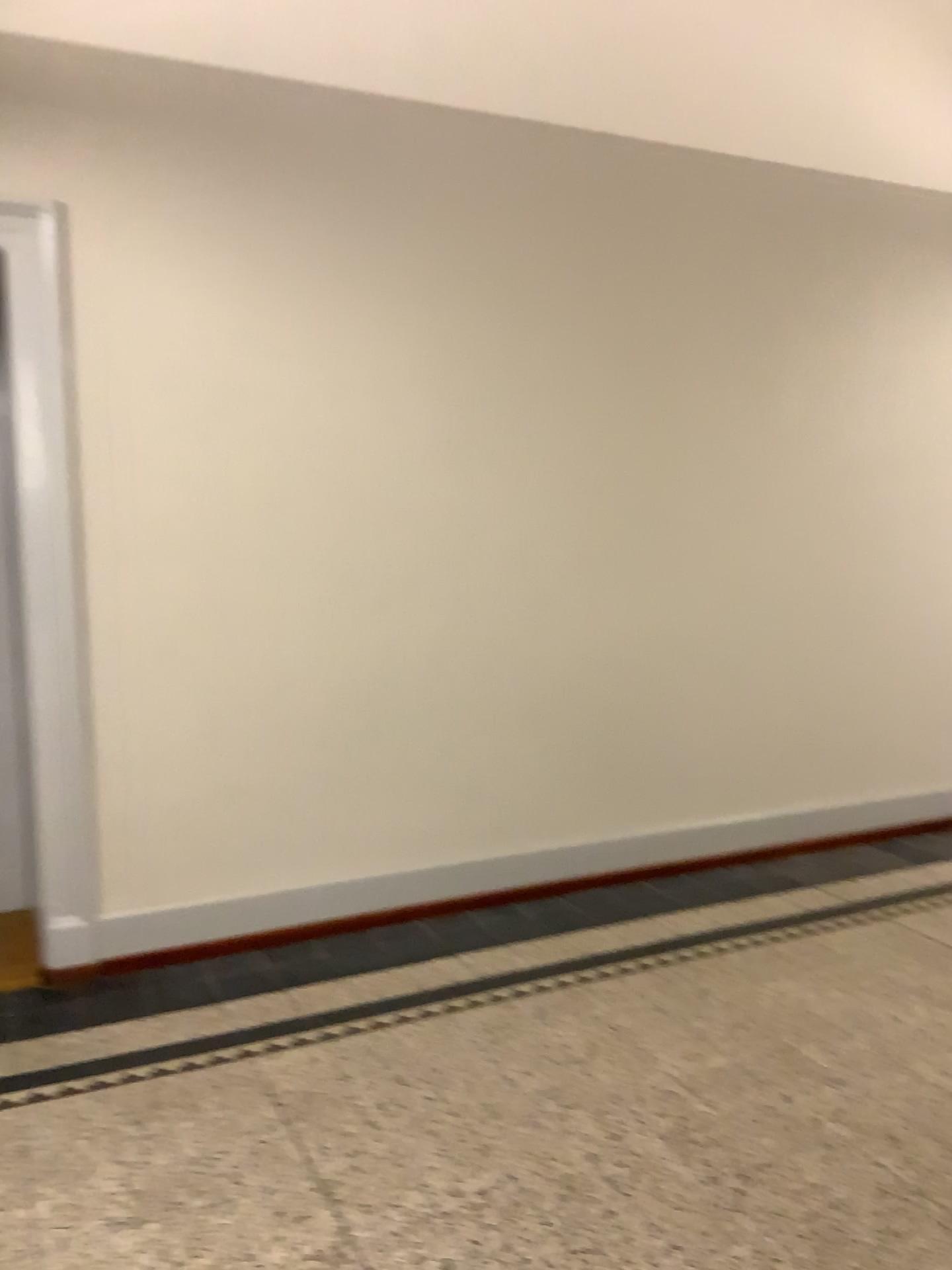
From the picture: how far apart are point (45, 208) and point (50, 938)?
2.33m

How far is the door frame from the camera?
3.30m

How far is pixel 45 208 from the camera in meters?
3.3

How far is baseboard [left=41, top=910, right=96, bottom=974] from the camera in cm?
349

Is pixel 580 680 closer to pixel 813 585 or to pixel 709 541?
pixel 709 541

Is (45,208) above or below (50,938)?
above
